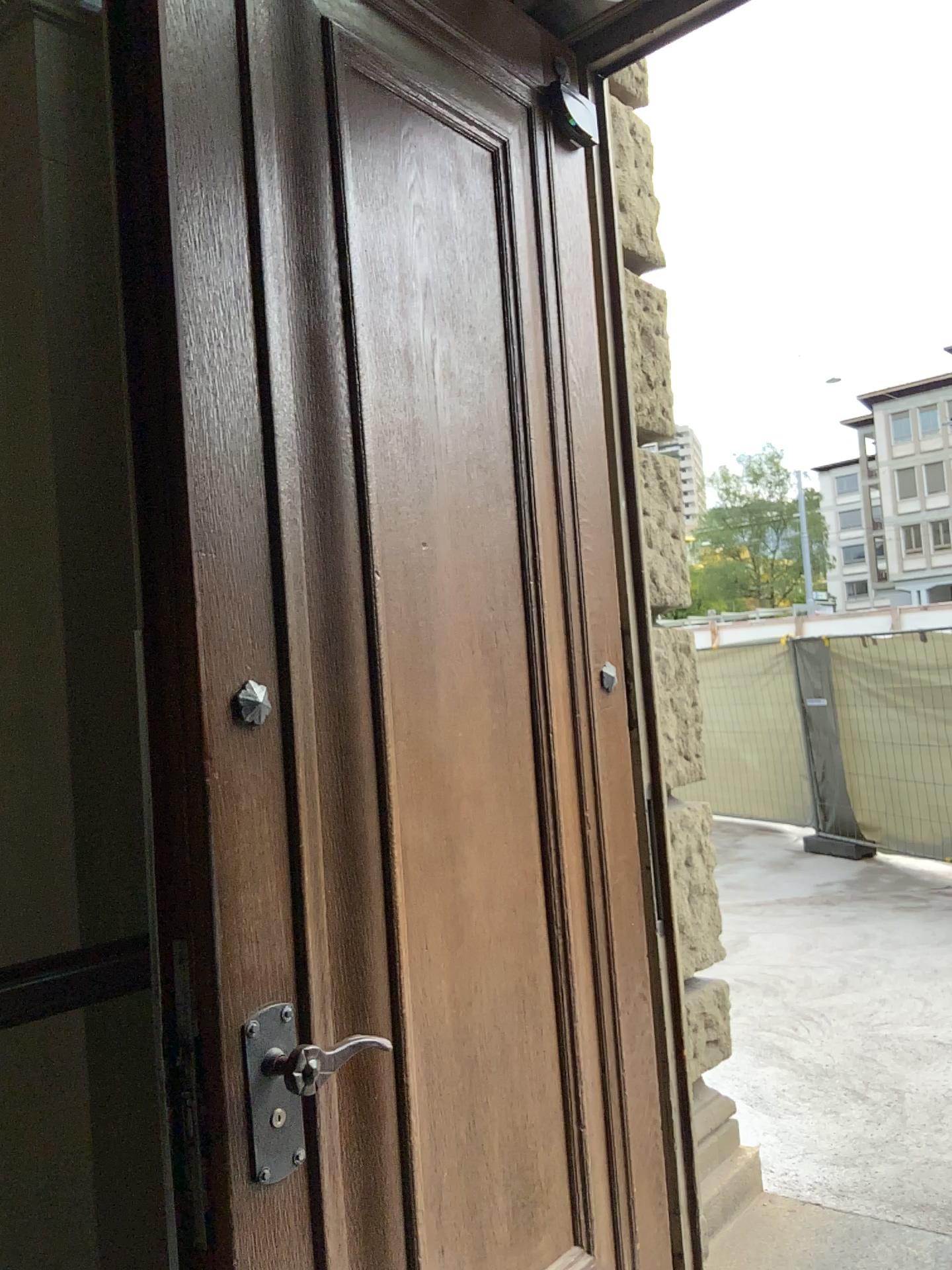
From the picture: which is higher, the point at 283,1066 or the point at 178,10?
the point at 178,10

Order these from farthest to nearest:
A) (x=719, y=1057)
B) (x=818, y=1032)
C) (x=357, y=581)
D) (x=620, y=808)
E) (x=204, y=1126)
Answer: (x=818, y=1032) < (x=719, y=1057) < (x=620, y=808) < (x=357, y=581) < (x=204, y=1126)
